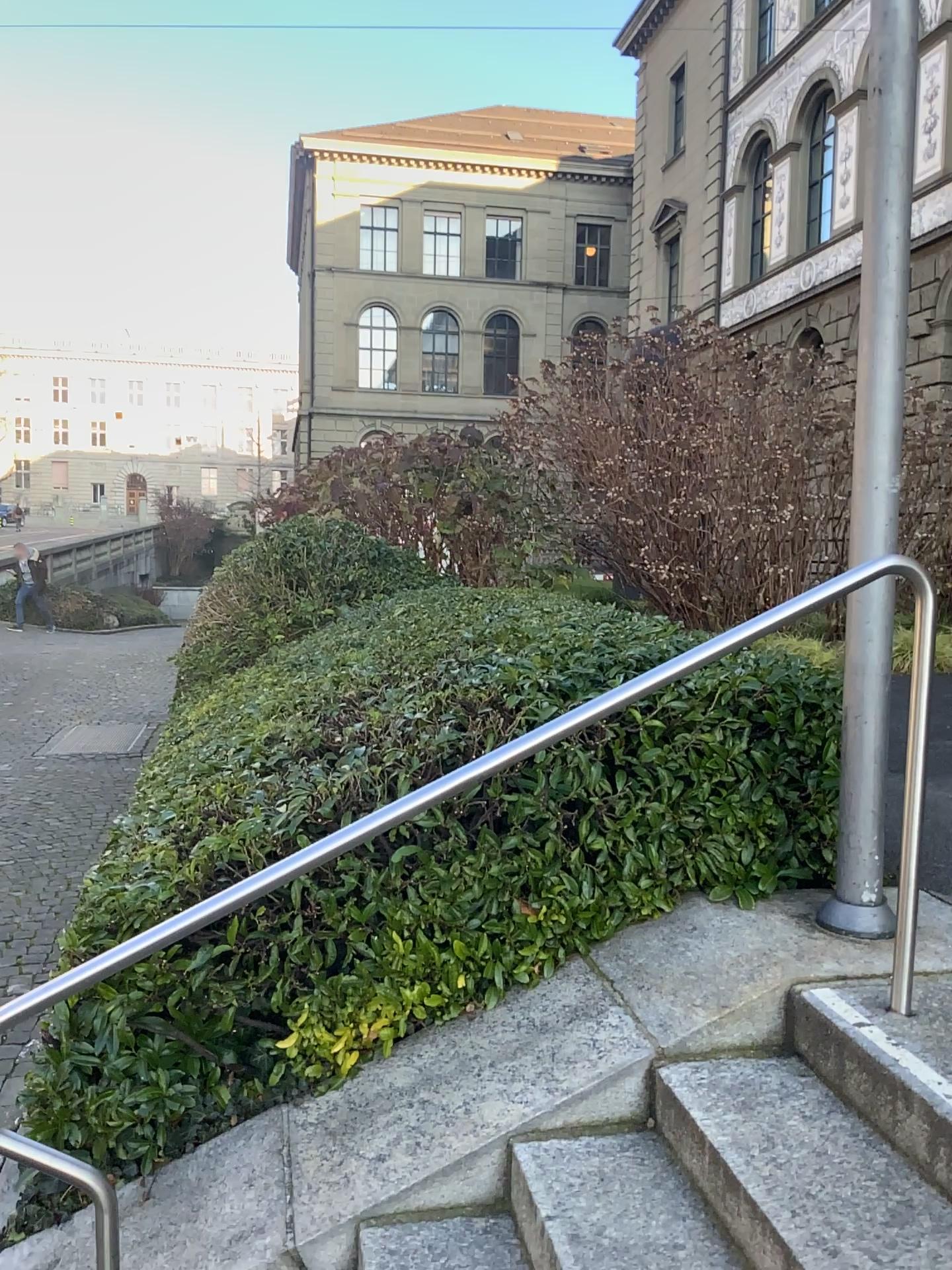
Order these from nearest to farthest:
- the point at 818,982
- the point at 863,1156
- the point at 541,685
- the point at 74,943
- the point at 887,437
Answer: the point at 863,1156
the point at 818,982
the point at 887,437
the point at 74,943
the point at 541,685
